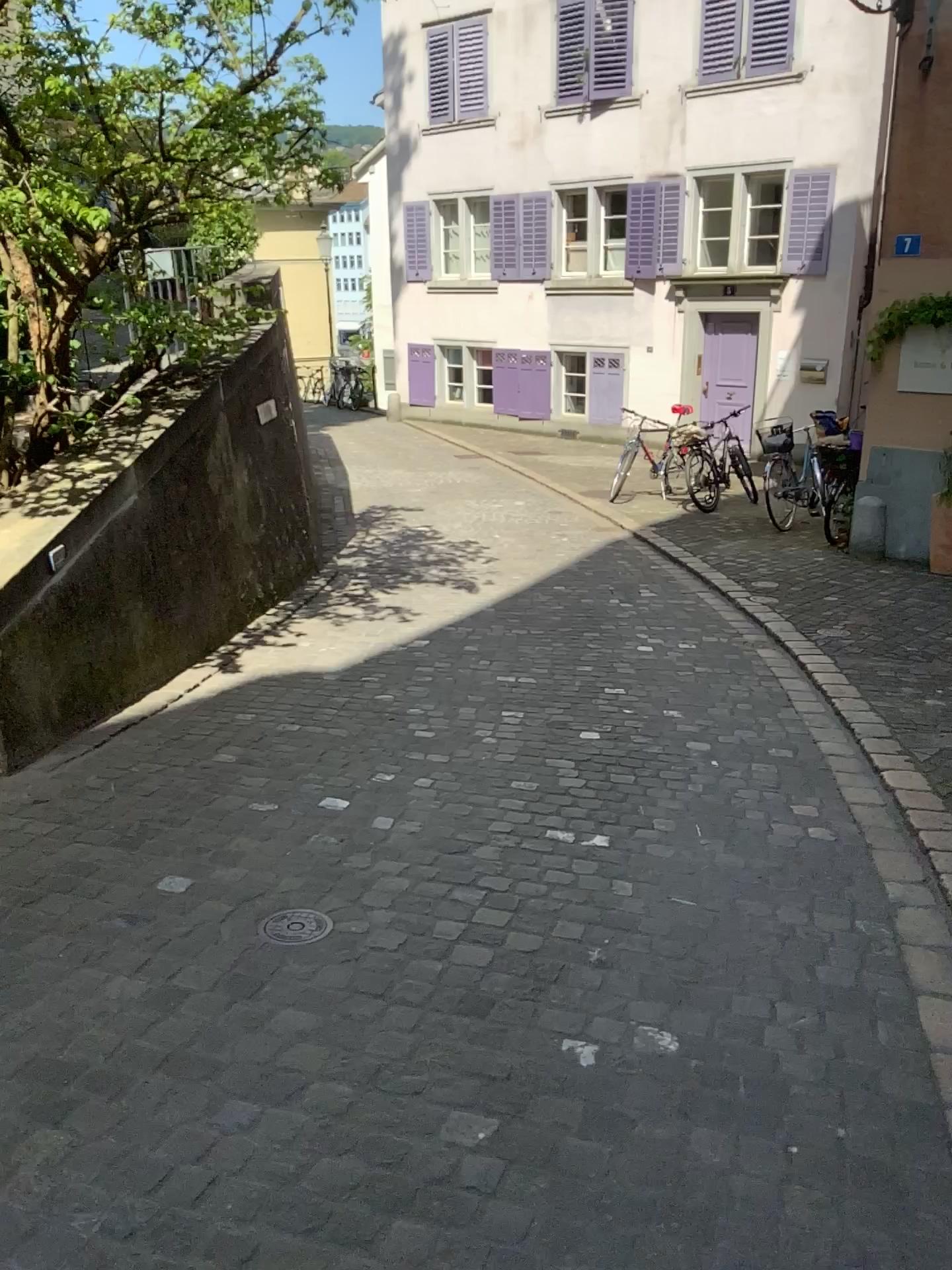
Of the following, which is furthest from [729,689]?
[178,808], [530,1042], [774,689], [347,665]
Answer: [530,1042]

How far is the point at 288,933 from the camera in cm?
268

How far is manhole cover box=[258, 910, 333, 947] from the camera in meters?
2.7
